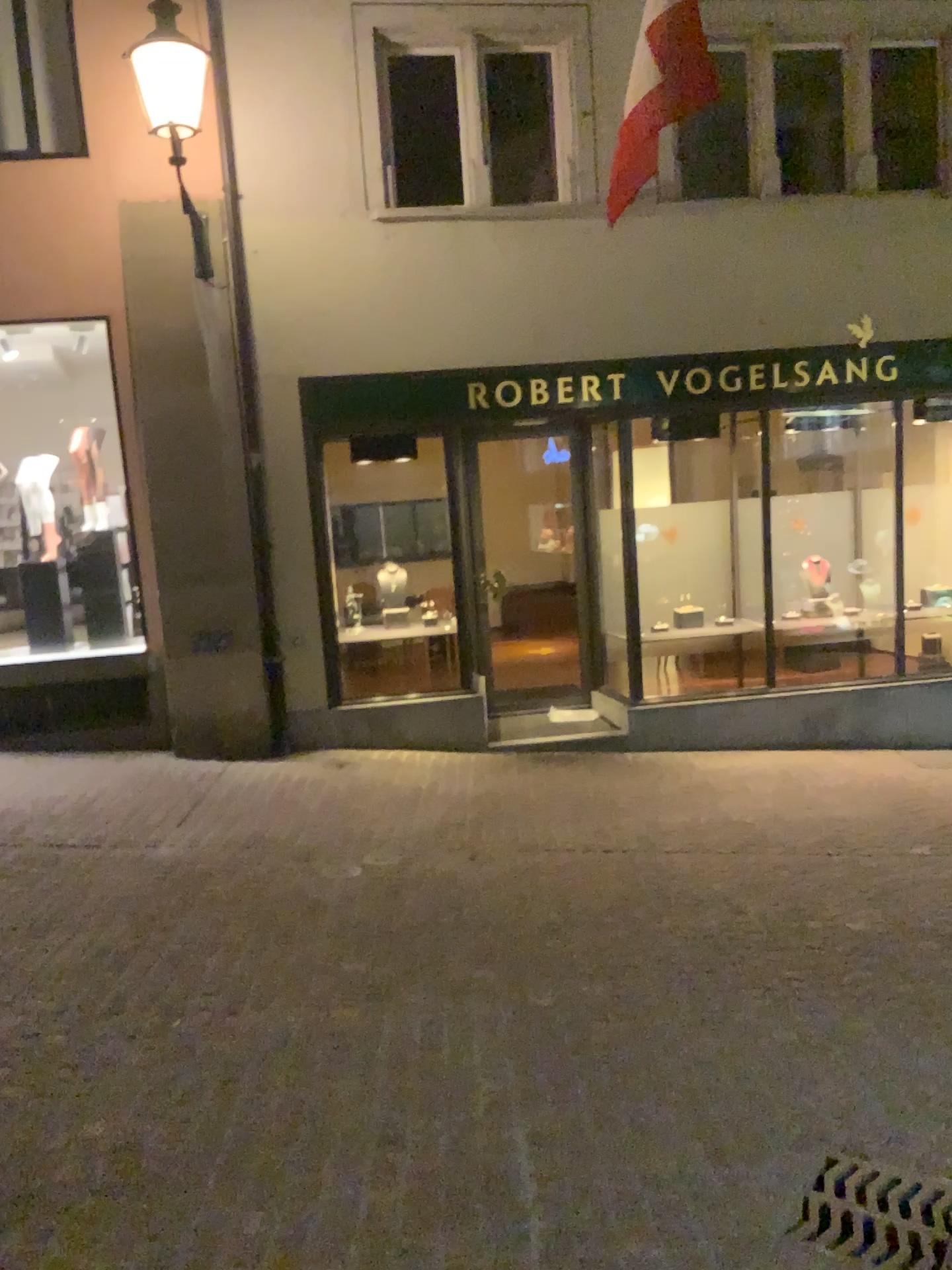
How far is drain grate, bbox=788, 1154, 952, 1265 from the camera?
2.7 meters

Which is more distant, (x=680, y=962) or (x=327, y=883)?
(x=327, y=883)

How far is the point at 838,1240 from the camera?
Answer: 2.7 meters
